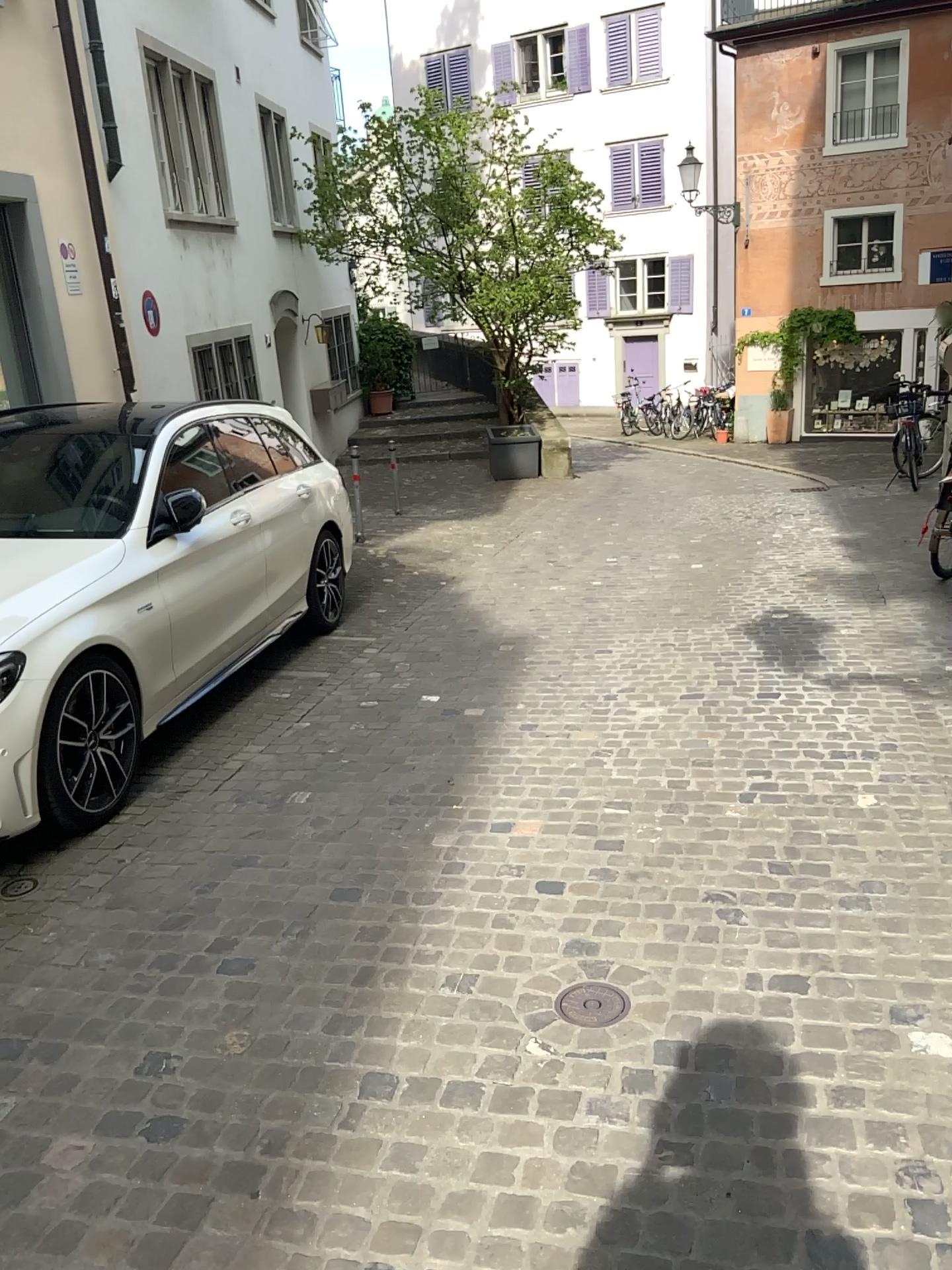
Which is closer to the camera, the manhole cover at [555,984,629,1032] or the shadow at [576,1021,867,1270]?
the shadow at [576,1021,867,1270]

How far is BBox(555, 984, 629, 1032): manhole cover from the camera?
2.6 meters

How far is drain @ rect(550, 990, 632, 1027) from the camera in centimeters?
256cm

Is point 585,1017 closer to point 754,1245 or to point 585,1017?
point 585,1017

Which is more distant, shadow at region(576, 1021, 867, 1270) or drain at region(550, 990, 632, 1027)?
drain at region(550, 990, 632, 1027)

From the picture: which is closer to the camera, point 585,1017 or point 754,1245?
point 754,1245

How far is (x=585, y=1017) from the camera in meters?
2.6

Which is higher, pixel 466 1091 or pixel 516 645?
pixel 466 1091
